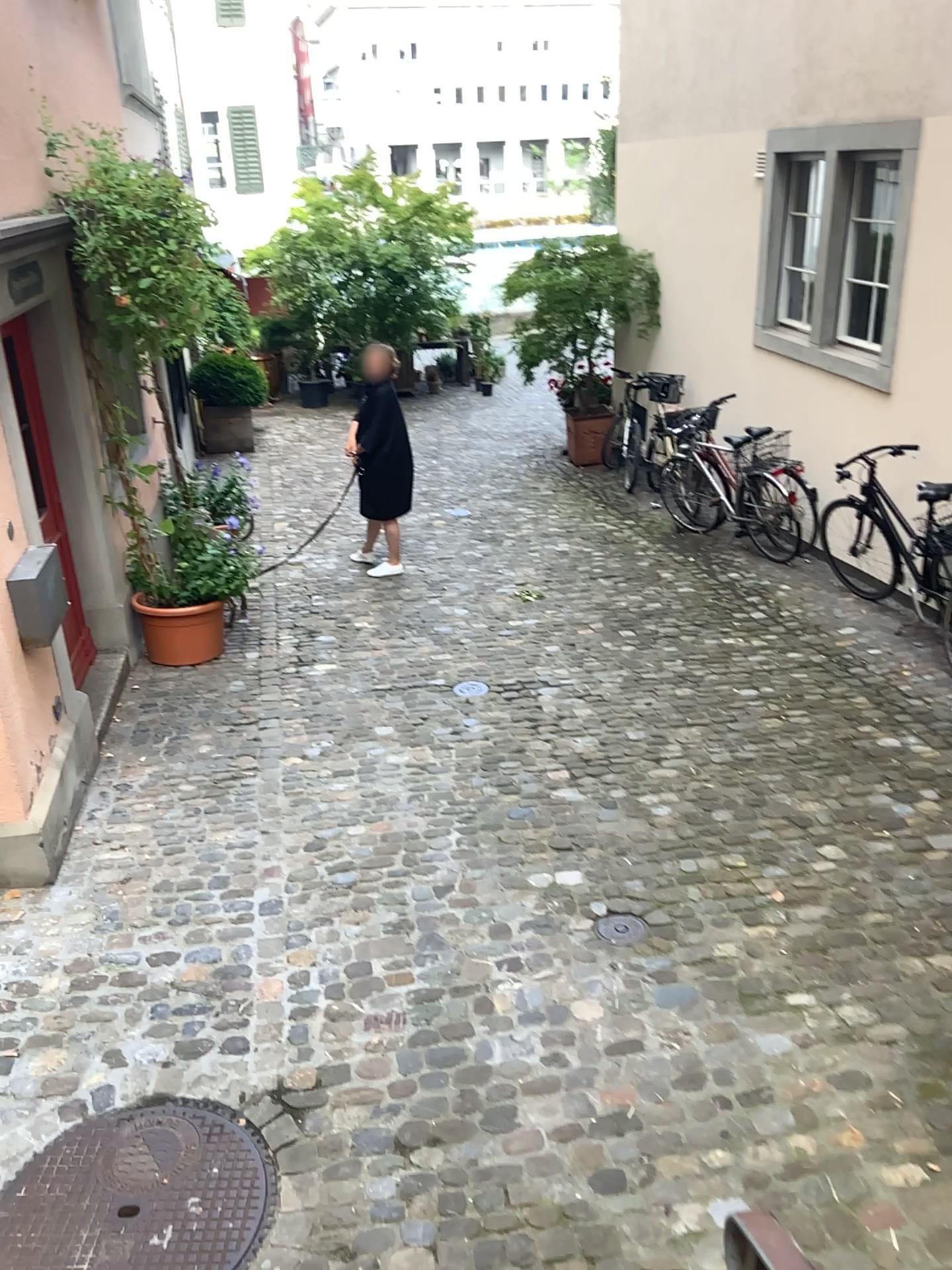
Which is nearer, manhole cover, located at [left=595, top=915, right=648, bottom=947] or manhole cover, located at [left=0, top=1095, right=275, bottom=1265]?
manhole cover, located at [left=0, top=1095, right=275, bottom=1265]

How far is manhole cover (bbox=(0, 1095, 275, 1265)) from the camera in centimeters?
254cm

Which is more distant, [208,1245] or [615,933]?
[615,933]

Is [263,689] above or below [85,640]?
below

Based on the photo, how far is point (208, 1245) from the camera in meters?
2.5 m
